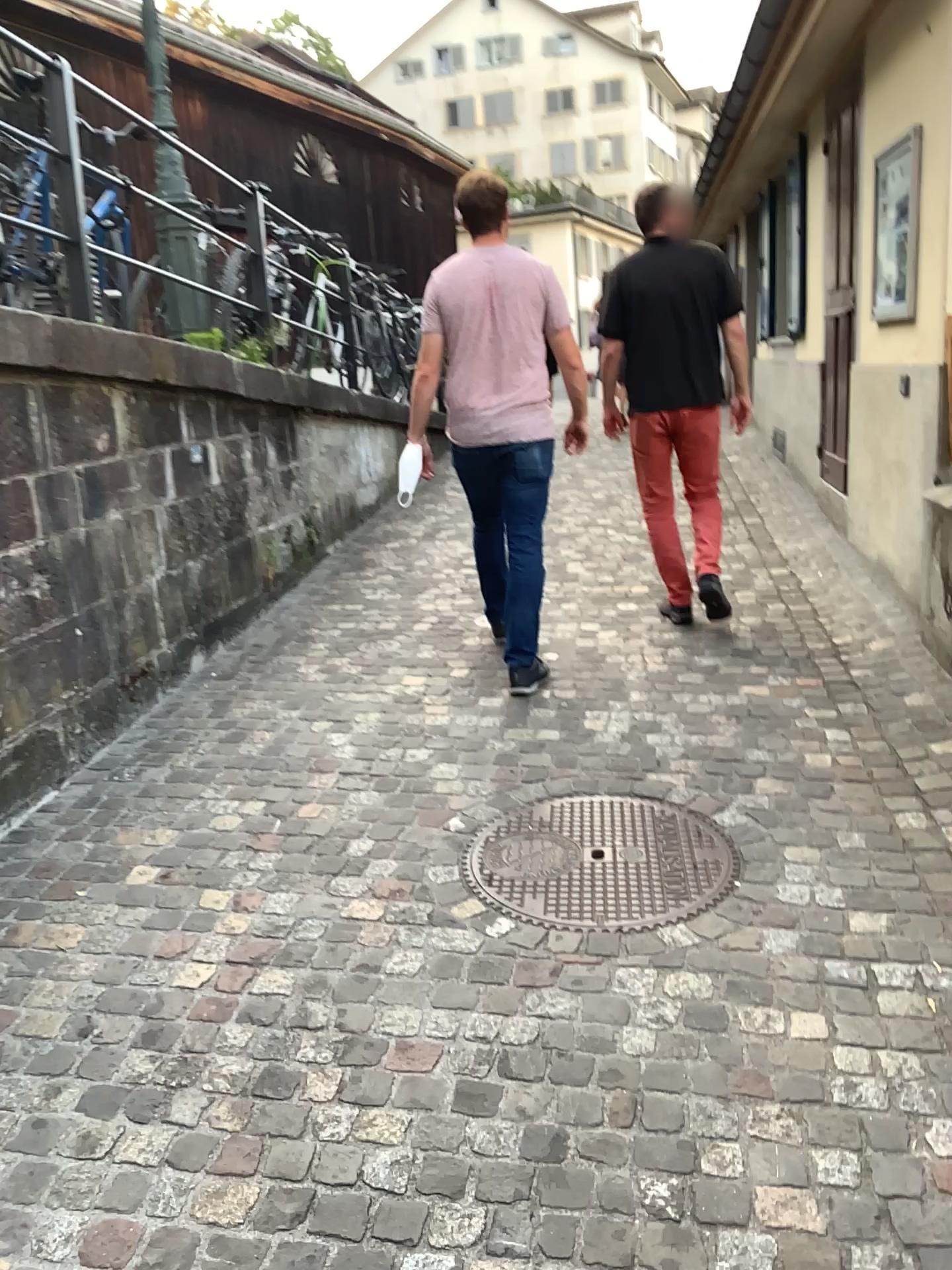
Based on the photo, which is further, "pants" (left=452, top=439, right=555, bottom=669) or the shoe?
the shoe

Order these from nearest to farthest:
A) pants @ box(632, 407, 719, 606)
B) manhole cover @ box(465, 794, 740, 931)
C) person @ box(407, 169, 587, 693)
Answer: manhole cover @ box(465, 794, 740, 931) < person @ box(407, 169, 587, 693) < pants @ box(632, 407, 719, 606)

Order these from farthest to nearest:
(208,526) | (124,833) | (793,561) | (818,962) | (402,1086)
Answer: (793,561)
(208,526)
(124,833)
(818,962)
(402,1086)

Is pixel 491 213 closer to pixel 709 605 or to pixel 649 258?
pixel 649 258

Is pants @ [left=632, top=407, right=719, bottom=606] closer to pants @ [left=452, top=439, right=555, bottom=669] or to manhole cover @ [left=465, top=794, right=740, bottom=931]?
pants @ [left=452, top=439, right=555, bottom=669]

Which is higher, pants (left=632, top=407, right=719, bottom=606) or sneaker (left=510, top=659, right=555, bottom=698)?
pants (left=632, top=407, right=719, bottom=606)

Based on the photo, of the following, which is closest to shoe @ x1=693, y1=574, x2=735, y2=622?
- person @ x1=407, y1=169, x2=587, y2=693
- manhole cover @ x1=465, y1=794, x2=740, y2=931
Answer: person @ x1=407, y1=169, x2=587, y2=693

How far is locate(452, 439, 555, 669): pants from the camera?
4.0m

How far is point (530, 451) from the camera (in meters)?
3.98

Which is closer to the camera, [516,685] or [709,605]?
[516,685]
